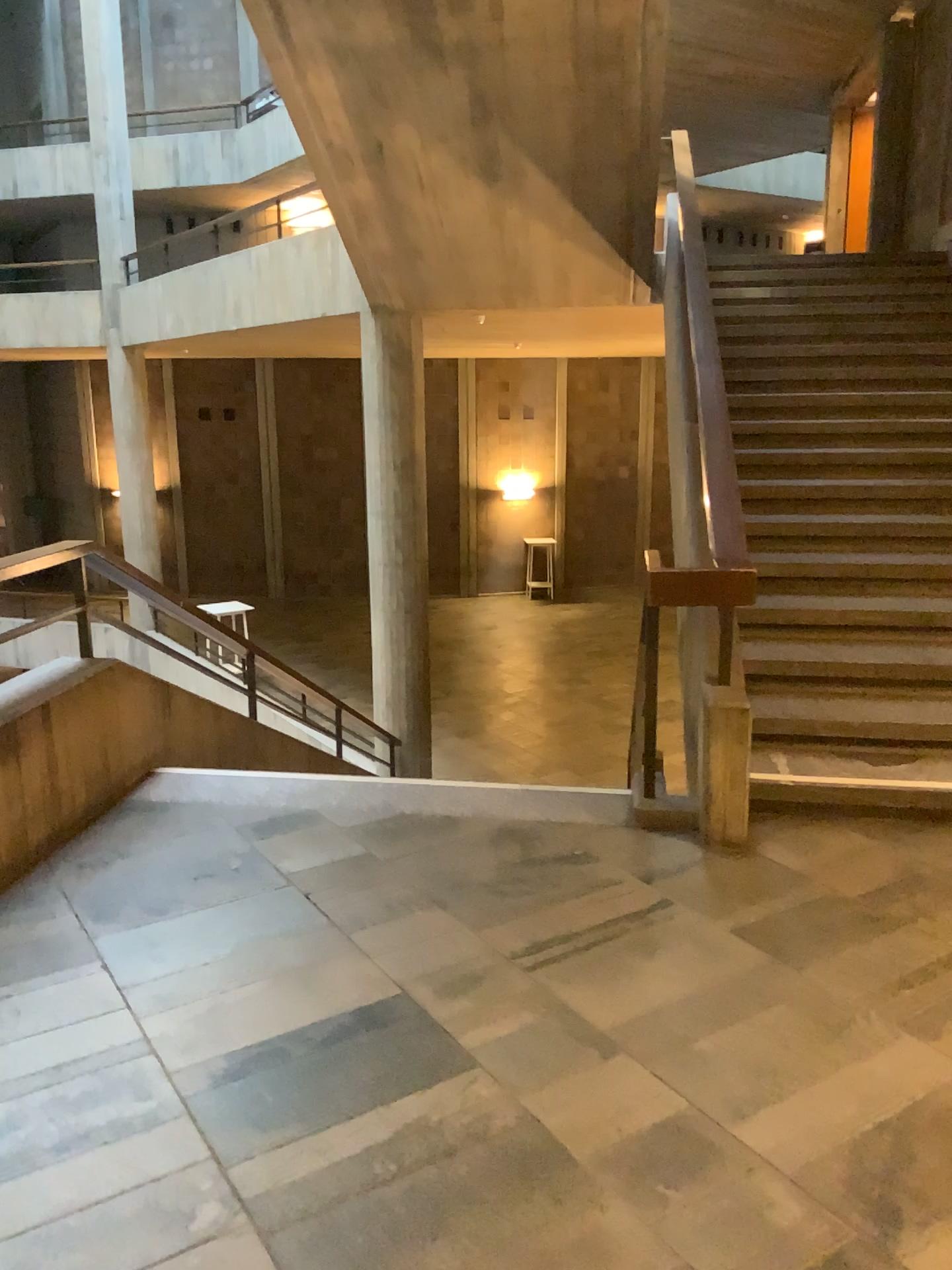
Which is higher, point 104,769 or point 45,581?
point 45,581
